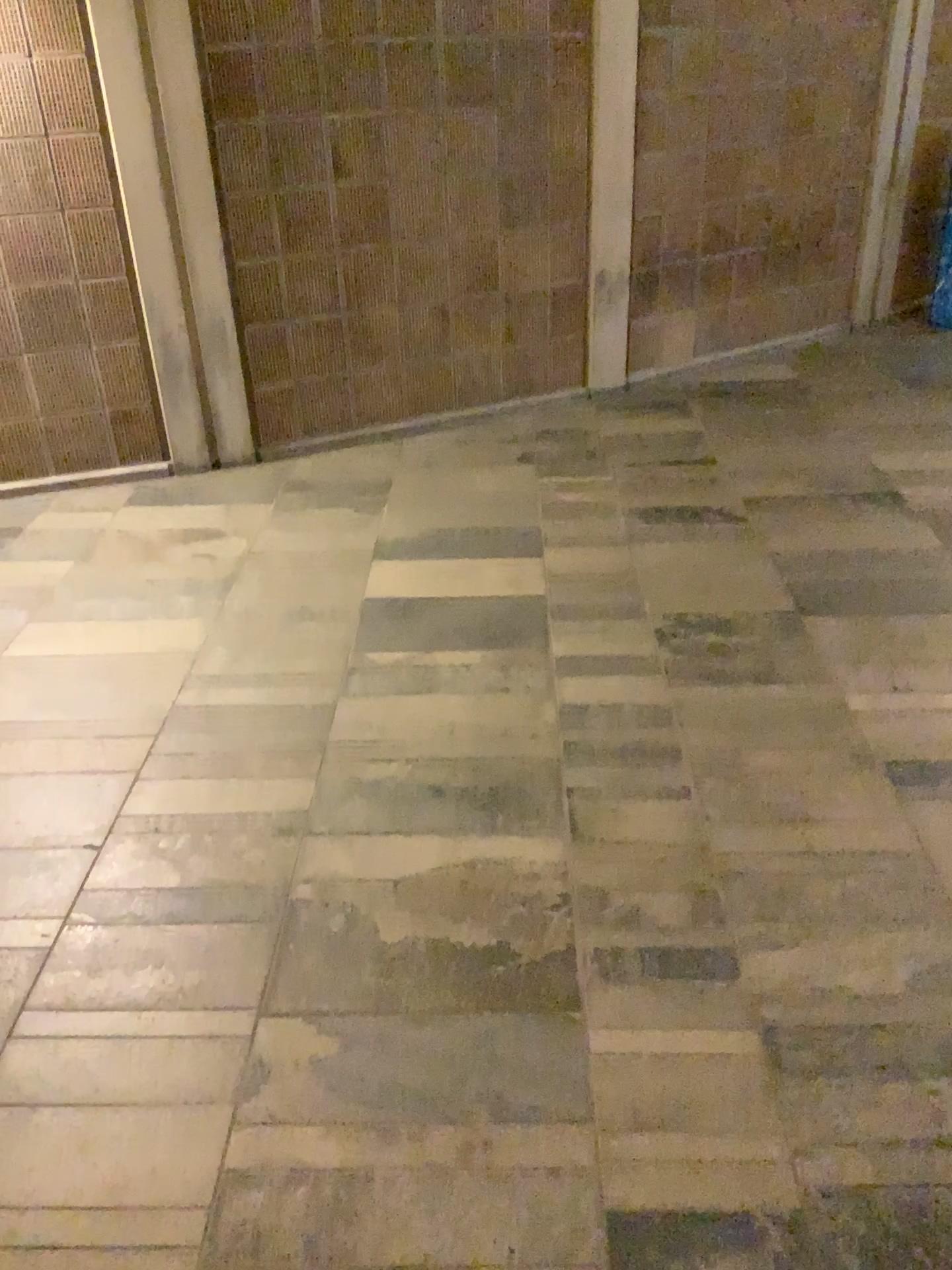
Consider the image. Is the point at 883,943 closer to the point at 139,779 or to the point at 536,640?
the point at 536,640
